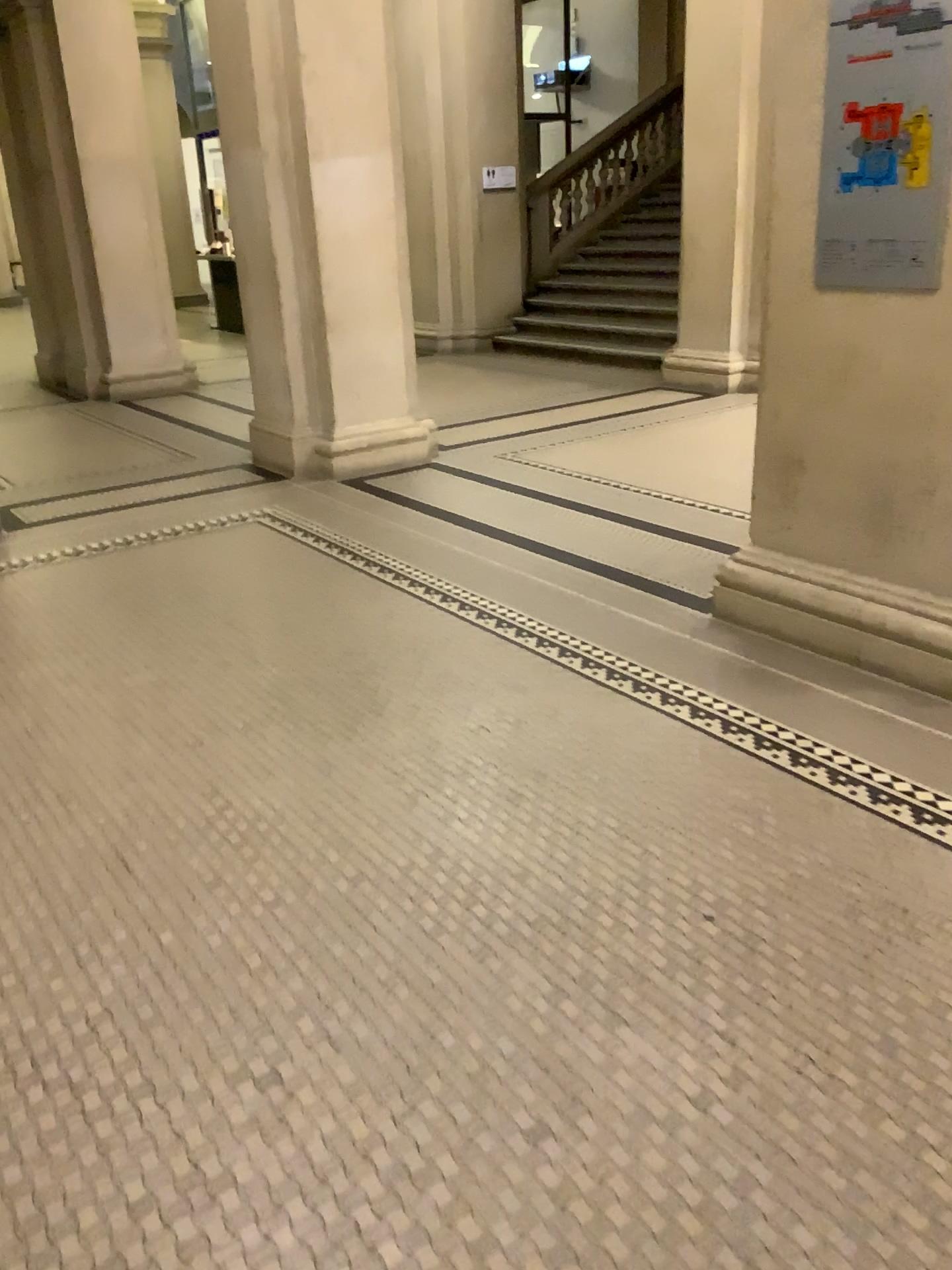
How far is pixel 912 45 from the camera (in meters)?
2.89

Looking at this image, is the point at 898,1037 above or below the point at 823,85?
below

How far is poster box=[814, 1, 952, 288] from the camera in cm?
289

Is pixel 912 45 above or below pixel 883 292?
above
